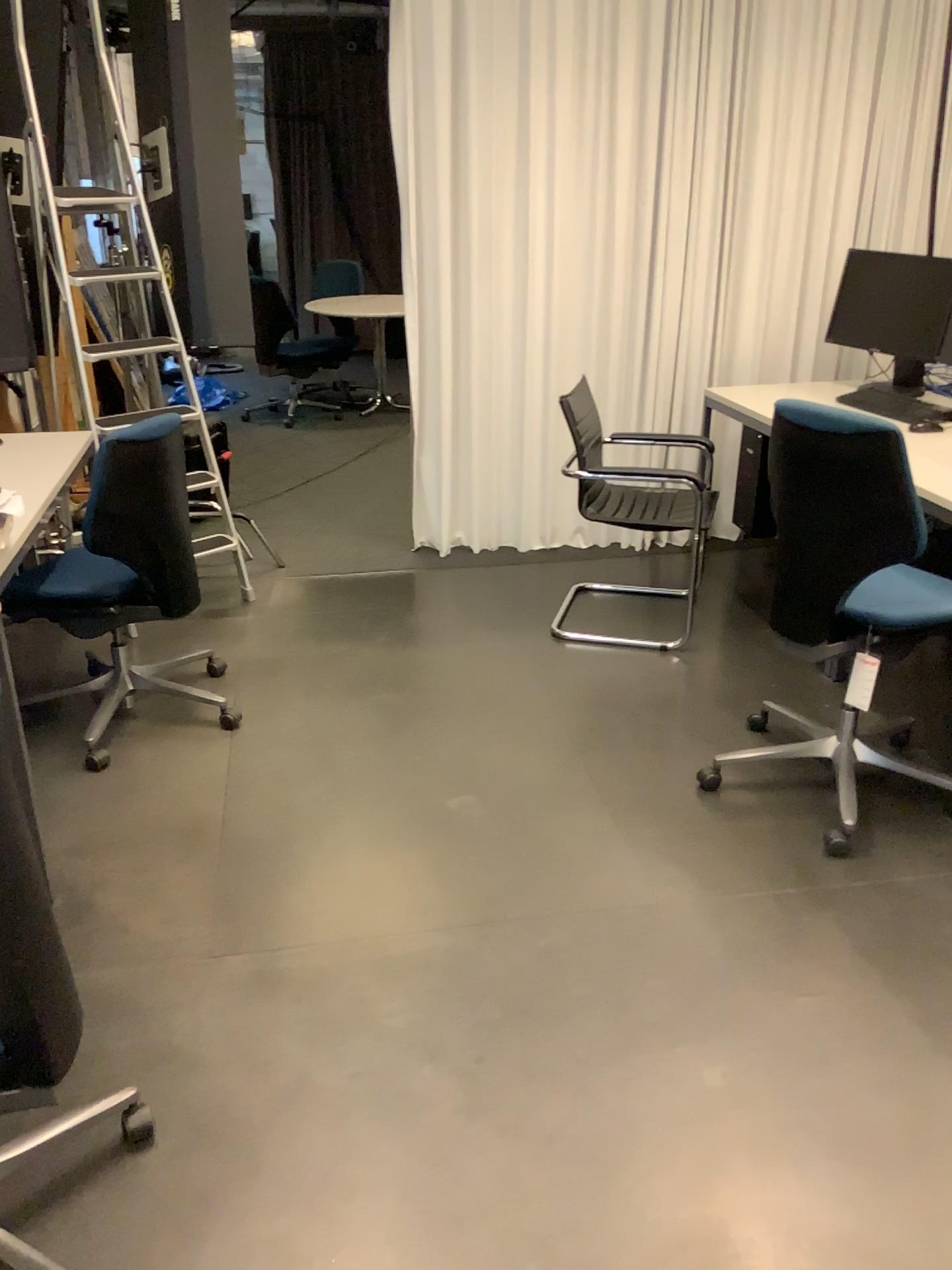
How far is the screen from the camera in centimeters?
392cm

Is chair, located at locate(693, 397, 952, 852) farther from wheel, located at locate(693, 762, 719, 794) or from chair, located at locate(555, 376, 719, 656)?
chair, located at locate(555, 376, 719, 656)

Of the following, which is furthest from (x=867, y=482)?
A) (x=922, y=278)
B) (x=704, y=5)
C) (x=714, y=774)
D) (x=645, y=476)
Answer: (x=704, y=5)

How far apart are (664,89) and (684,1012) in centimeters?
343cm

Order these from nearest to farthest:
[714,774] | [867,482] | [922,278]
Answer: [867,482]
[714,774]
[922,278]

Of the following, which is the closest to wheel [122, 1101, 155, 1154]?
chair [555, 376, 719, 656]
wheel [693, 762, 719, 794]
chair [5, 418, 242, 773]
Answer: chair [5, 418, 242, 773]

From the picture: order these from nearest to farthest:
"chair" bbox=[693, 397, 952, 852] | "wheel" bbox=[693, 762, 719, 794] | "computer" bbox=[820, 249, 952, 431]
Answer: "chair" bbox=[693, 397, 952, 852], "wheel" bbox=[693, 762, 719, 794], "computer" bbox=[820, 249, 952, 431]

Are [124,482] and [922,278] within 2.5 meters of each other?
no

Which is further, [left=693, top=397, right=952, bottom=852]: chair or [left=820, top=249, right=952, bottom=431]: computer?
[left=820, top=249, right=952, bottom=431]: computer

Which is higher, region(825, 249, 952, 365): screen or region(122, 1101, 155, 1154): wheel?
region(825, 249, 952, 365): screen
